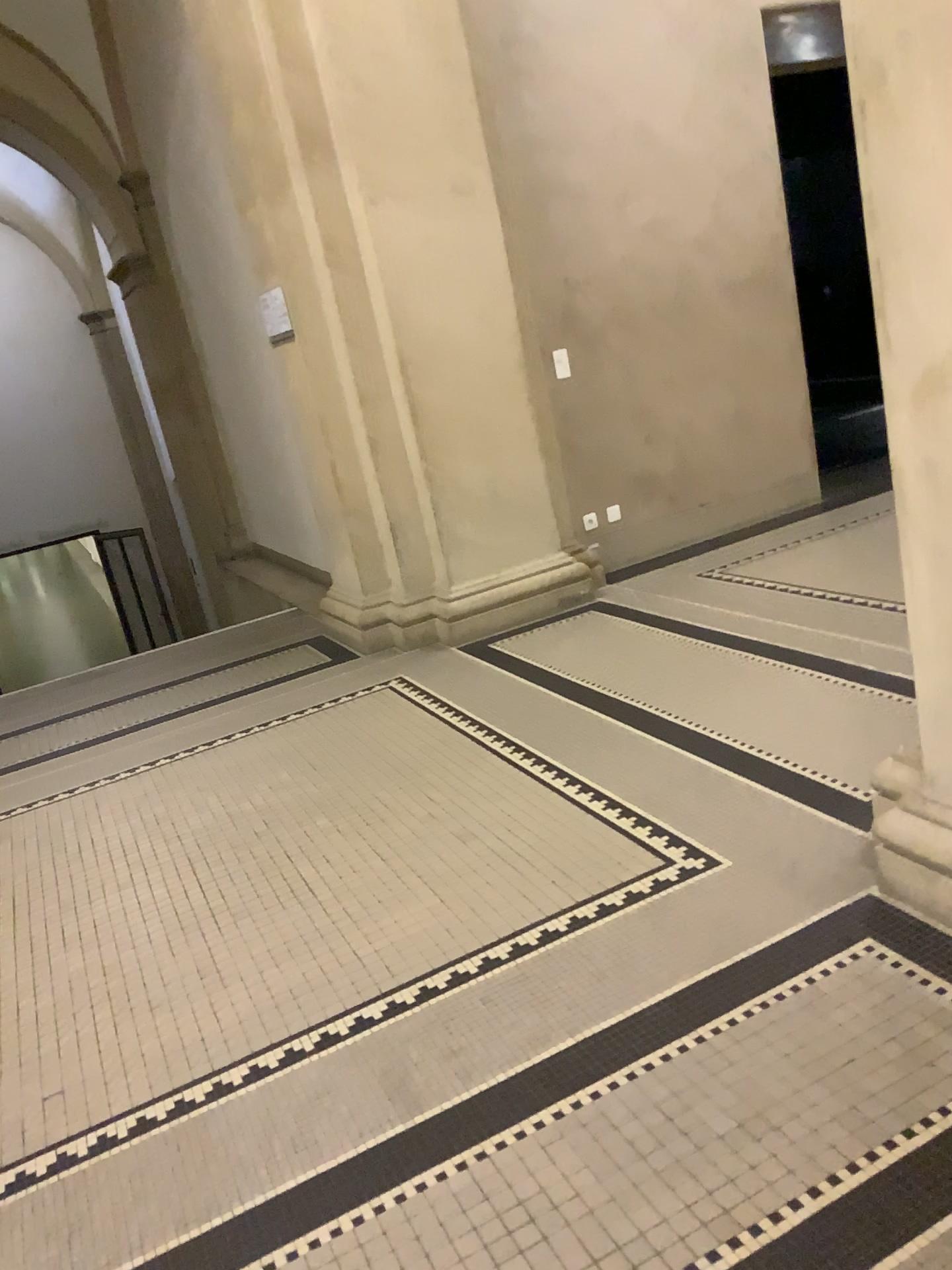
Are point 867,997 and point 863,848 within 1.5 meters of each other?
yes
